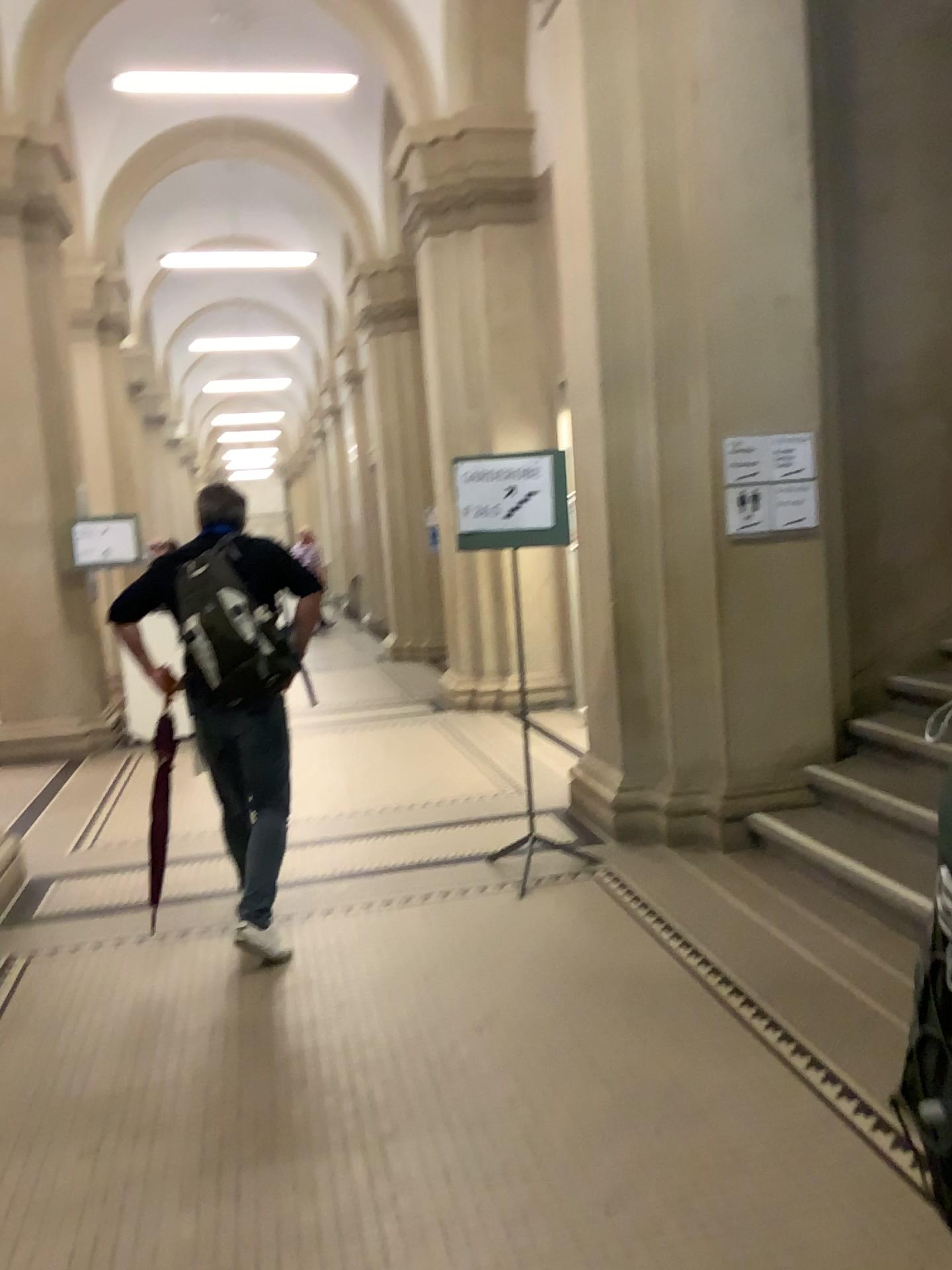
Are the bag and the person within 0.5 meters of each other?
yes

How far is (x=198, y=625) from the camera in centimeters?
374cm

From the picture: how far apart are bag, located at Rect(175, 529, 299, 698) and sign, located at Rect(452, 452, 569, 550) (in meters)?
1.02

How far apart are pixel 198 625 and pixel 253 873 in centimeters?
92cm

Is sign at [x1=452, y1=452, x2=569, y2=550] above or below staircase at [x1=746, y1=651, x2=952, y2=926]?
above

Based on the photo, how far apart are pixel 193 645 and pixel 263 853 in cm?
80

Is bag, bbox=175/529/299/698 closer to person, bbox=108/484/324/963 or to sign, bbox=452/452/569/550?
person, bbox=108/484/324/963

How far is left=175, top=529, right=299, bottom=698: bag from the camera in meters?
3.7

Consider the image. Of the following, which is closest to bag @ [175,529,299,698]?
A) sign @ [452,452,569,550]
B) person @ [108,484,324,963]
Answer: person @ [108,484,324,963]

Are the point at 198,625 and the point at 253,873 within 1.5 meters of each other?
yes
